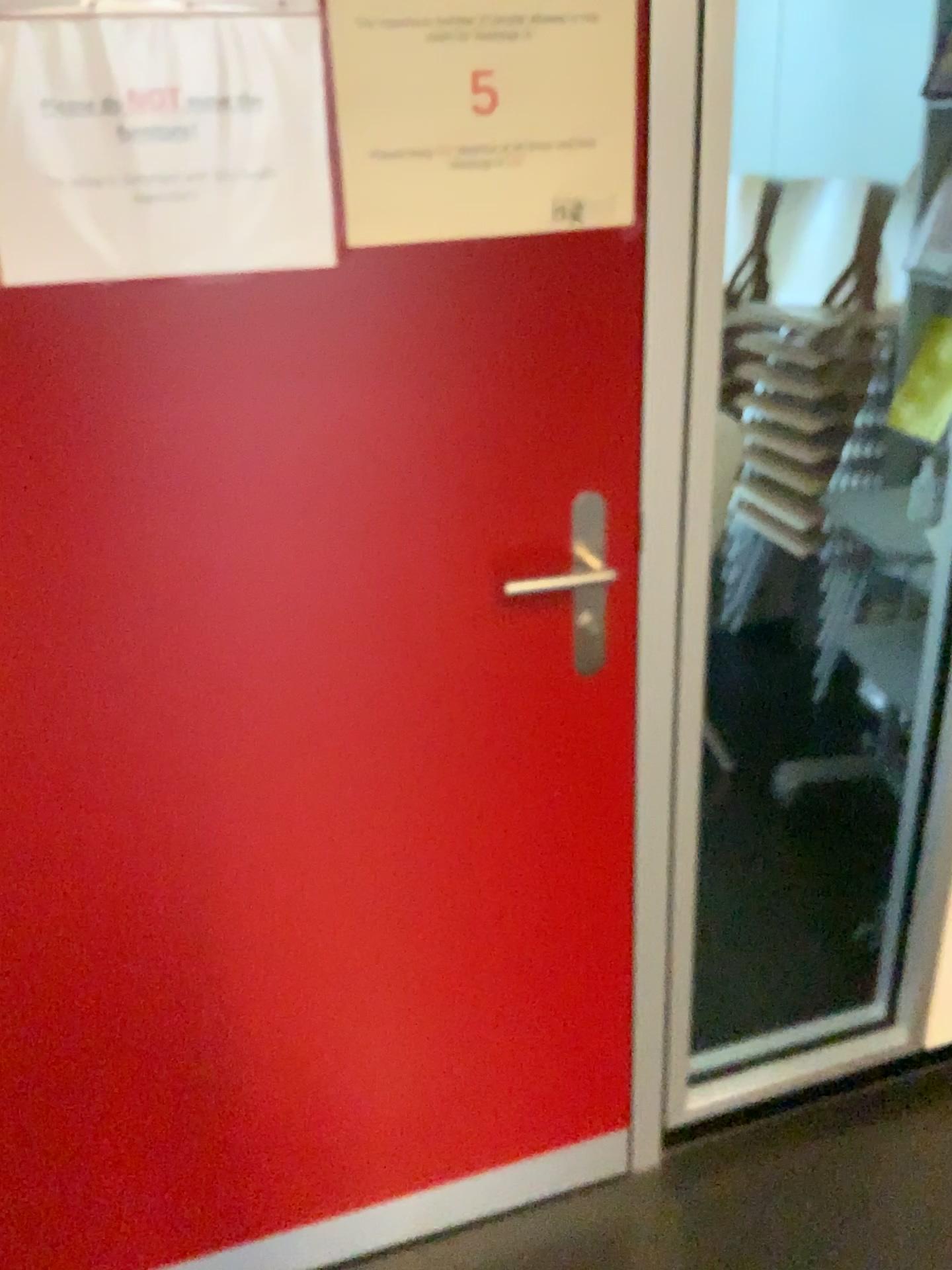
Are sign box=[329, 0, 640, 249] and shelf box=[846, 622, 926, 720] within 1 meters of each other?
no

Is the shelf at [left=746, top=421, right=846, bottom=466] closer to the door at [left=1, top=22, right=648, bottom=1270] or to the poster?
the door at [left=1, top=22, right=648, bottom=1270]

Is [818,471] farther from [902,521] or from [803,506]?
[902,521]

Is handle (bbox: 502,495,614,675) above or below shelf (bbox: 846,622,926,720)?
above

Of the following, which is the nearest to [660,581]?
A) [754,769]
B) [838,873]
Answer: [838,873]

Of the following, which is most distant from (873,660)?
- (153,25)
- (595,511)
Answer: (153,25)

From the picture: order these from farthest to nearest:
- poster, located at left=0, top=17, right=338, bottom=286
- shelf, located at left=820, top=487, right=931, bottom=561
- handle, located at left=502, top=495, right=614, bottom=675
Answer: shelf, located at left=820, top=487, right=931, bottom=561, handle, located at left=502, top=495, right=614, bottom=675, poster, located at left=0, top=17, right=338, bottom=286

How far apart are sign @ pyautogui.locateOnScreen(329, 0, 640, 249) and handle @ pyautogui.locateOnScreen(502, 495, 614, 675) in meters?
0.3 m

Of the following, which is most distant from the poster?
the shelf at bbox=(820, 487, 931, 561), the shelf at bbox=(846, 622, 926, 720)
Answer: the shelf at bbox=(820, 487, 931, 561)

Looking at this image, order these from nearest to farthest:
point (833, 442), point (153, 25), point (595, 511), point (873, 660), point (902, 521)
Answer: point (153, 25) < point (595, 511) < point (873, 660) < point (902, 521) < point (833, 442)
